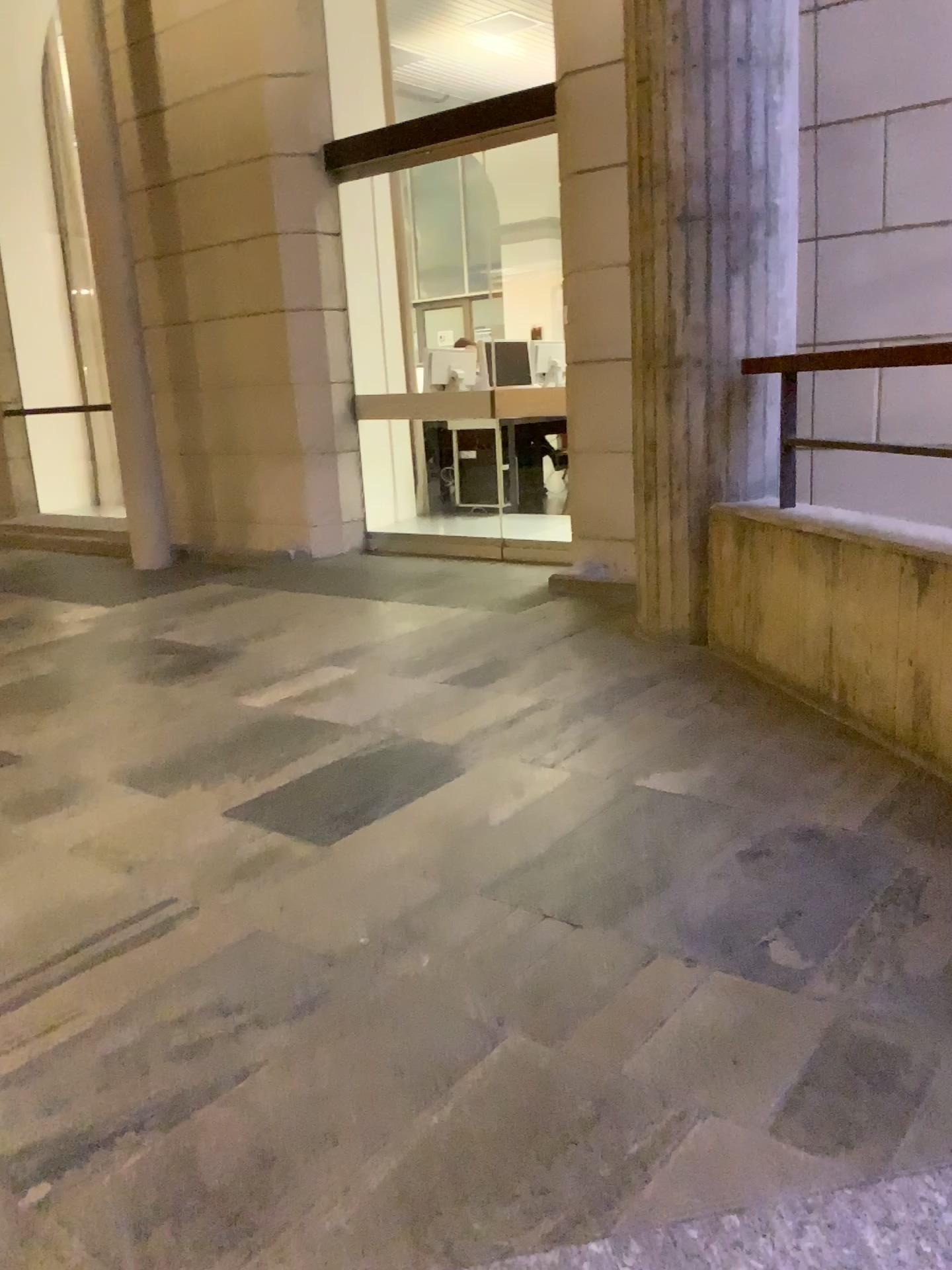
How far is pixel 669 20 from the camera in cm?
318

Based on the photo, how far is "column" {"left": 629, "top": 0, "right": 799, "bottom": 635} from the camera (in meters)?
3.18

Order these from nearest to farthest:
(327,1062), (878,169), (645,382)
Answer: (327,1062) < (645,382) < (878,169)
